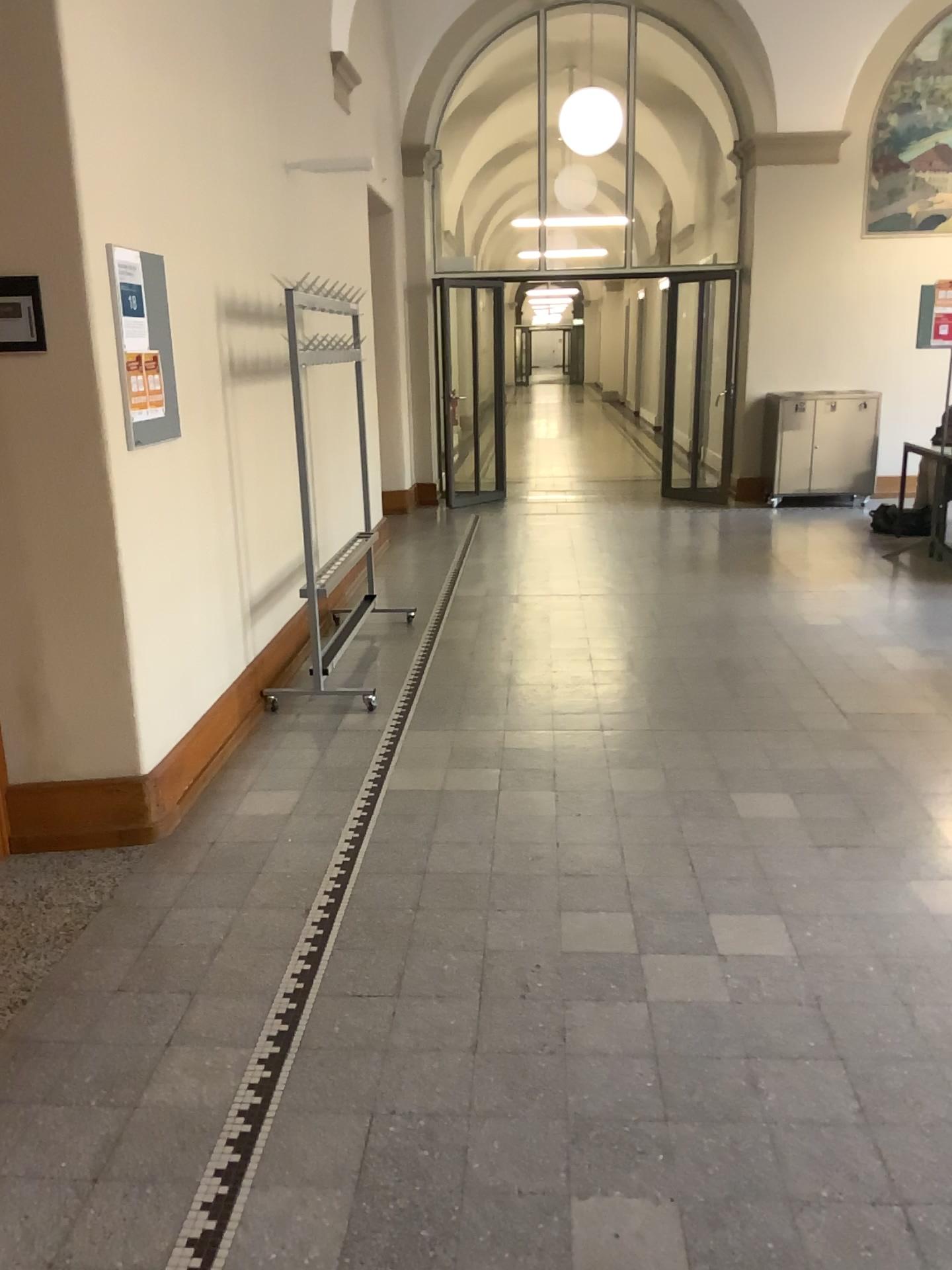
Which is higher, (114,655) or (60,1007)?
(114,655)

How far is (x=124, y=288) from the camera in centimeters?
316cm

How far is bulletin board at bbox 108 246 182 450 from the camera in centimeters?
316cm
